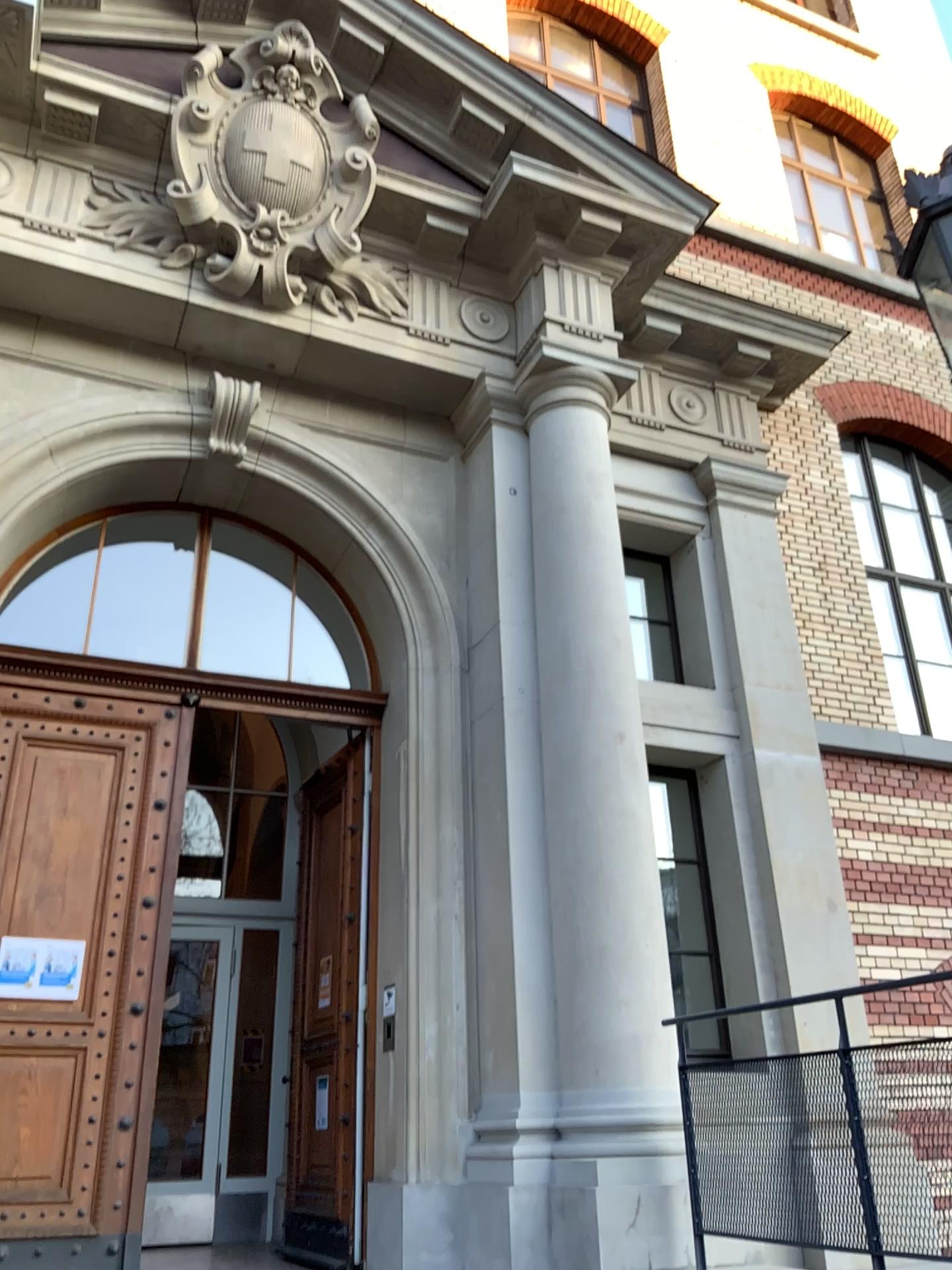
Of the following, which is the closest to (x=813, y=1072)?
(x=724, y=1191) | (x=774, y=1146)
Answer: (x=774, y=1146)
